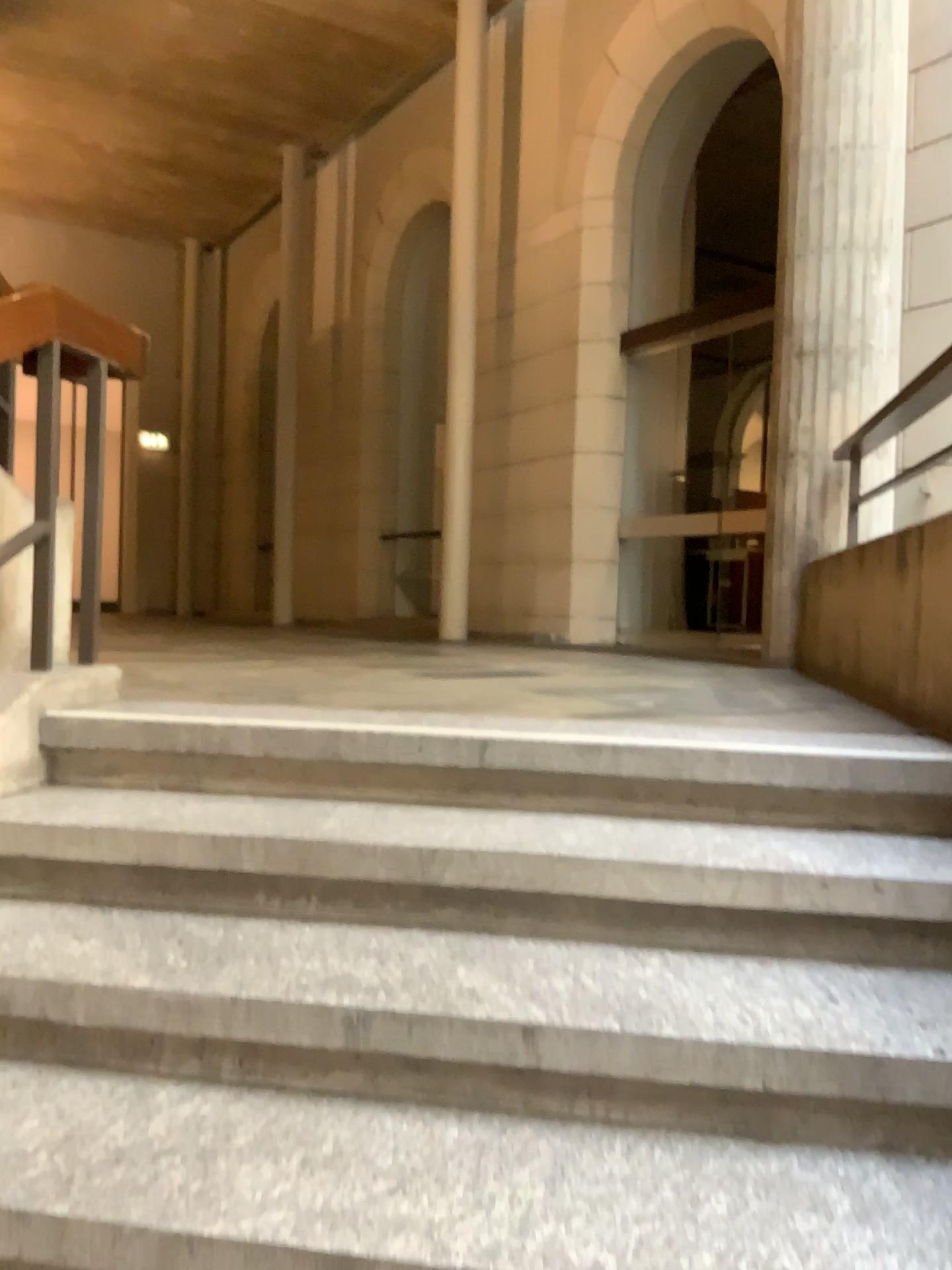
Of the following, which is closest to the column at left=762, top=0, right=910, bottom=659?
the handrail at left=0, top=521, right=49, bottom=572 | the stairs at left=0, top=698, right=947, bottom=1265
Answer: the stairs at left=0, top=698, right=947, bottom=1265

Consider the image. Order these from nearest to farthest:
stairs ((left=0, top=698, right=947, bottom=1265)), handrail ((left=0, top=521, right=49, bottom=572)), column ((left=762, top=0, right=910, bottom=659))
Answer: stairs ((left=0, top=698, right=947, bottom=1265)) → handrail ((left=0, top=521, right=49, bottom=572)) → column ((left=762, top=0, right=910, bottom=659))

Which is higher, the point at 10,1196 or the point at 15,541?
the point at 15,541

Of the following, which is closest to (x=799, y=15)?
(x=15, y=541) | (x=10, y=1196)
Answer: (x=15, y=541)

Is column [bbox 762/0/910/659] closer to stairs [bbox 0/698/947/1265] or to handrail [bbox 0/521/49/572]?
stairs [bbox 0/698/947/1265]

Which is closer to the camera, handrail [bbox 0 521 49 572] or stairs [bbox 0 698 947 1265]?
stairs [bbox 0 698 947 1265]

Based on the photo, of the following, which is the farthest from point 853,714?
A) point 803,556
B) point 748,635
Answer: point 748,635

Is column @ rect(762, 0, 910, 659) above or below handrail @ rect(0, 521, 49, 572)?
above

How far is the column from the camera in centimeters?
448cm

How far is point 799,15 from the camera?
4.5m
